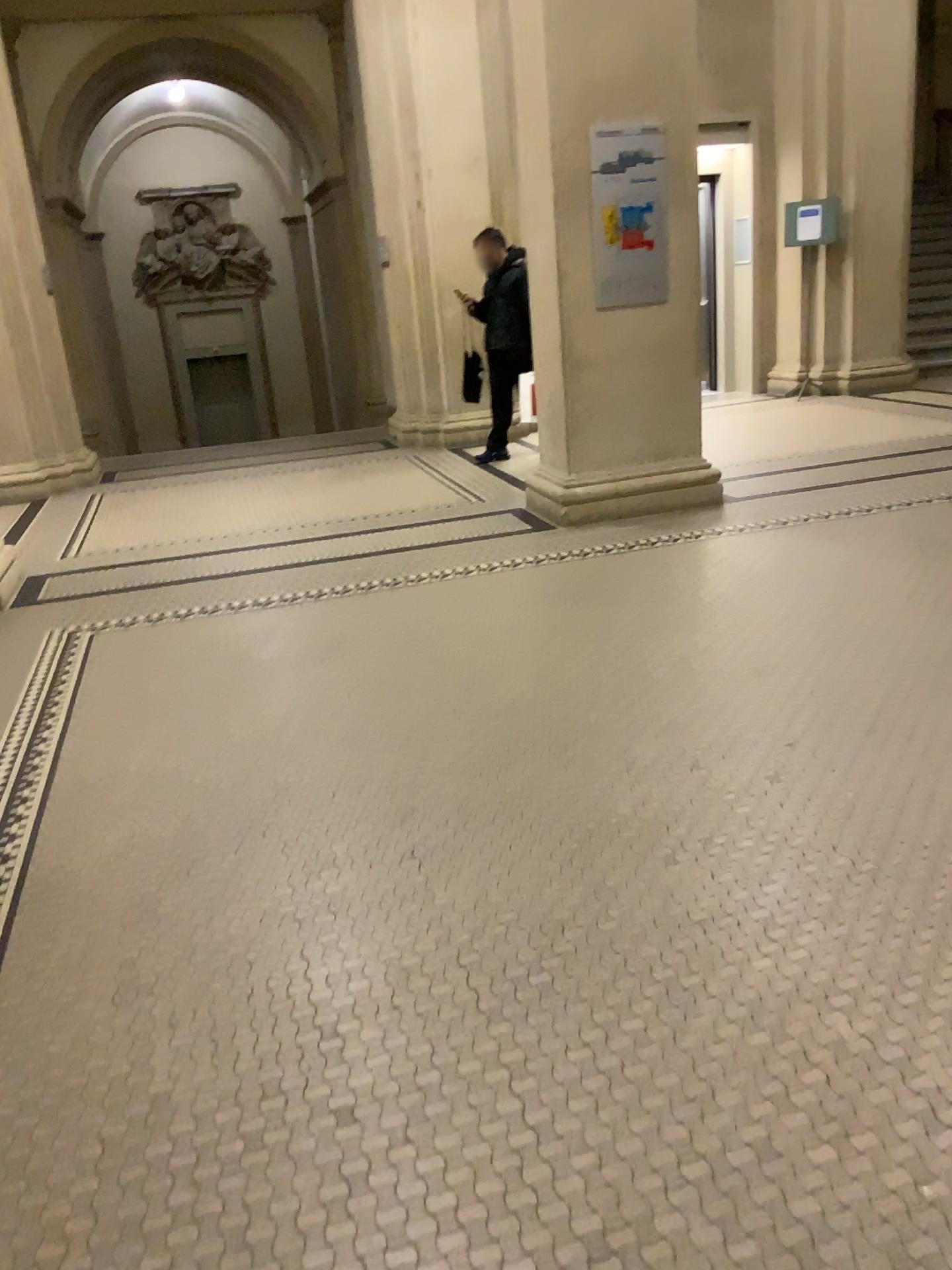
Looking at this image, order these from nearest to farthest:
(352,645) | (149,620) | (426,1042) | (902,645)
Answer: (426,1042) → (902,645) → (352,645) → (149,620)
